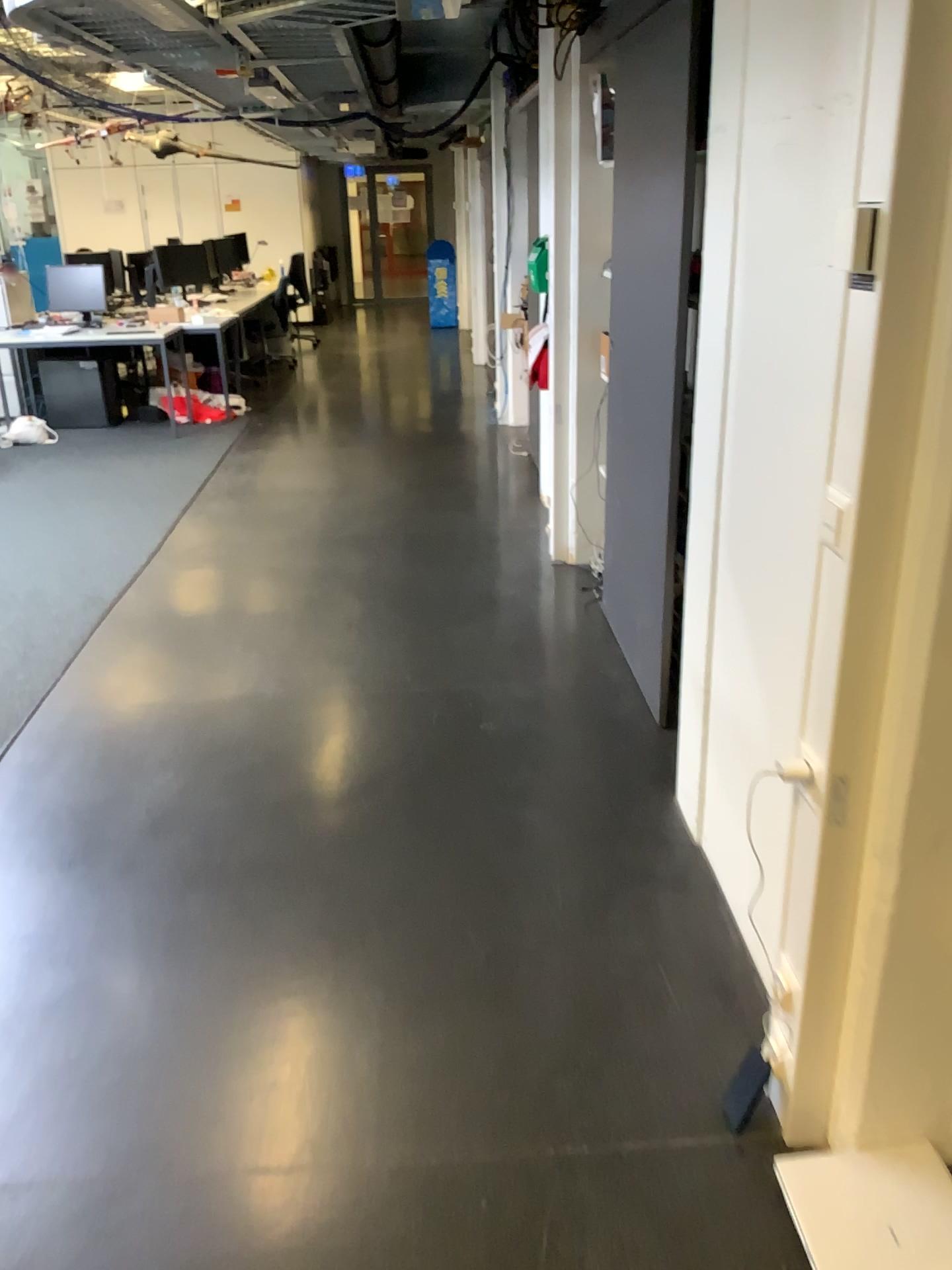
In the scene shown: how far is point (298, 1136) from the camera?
1.9m
